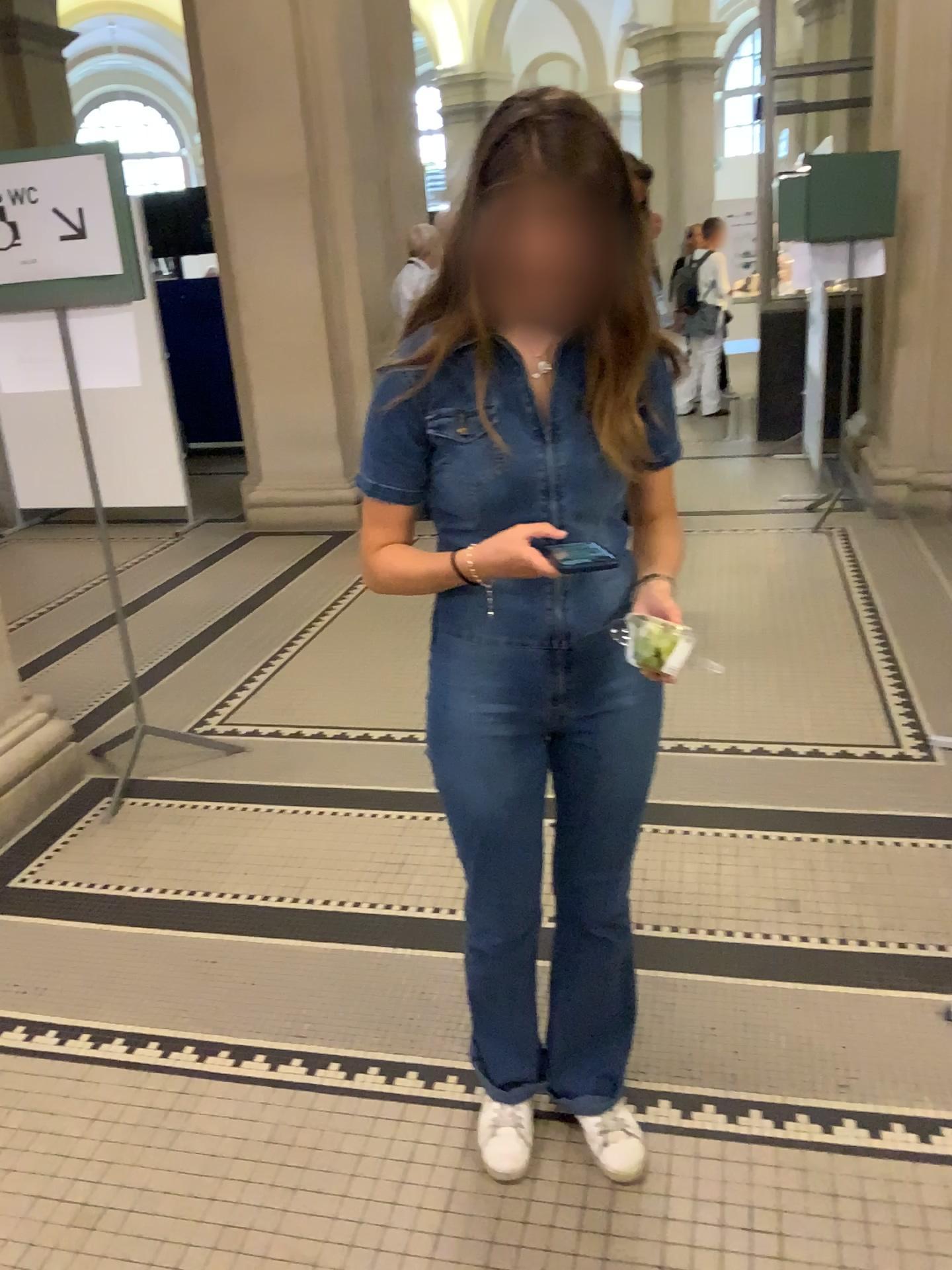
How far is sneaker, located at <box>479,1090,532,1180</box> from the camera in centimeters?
177cm

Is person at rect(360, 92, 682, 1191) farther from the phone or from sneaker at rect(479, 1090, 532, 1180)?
sneaker at rect(479, 1090, 532, 1180)

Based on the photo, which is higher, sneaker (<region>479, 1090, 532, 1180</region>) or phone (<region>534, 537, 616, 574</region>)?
phone (<region>534, 537, 616, 574</region>)

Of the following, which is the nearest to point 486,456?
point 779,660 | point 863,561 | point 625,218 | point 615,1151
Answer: point 625,218

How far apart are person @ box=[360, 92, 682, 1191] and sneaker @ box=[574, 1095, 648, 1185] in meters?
0.4 m

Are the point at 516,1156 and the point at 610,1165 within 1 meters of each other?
yes

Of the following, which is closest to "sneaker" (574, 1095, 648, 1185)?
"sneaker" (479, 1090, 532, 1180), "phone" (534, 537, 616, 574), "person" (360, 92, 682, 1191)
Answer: "sneaker" (479, 1090, 532, 1180)

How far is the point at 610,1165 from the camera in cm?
178

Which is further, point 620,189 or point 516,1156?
point 516,1156

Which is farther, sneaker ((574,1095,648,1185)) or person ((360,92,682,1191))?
sneaker ((574,1095,648,1185))
